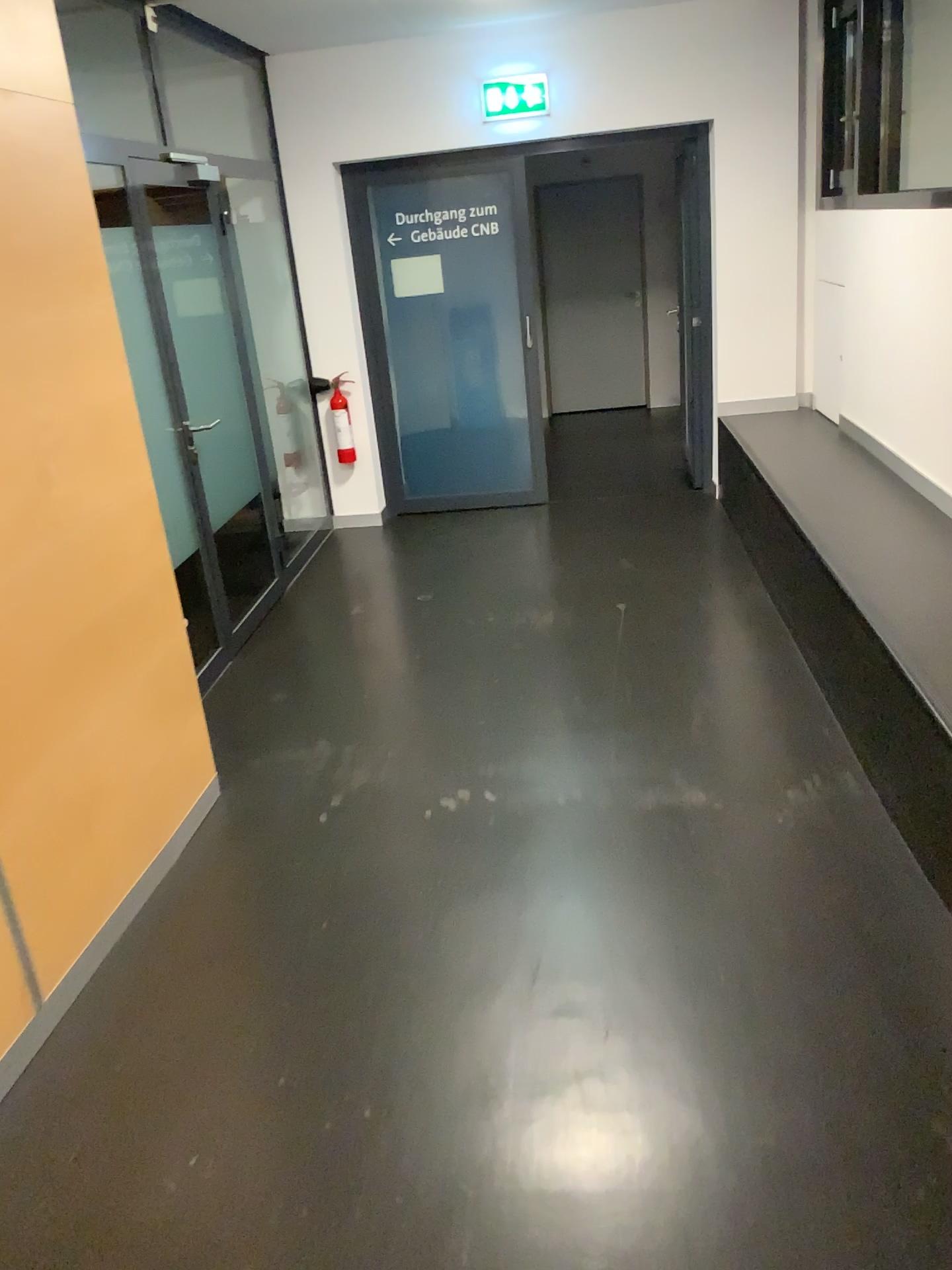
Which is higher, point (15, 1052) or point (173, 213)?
point (173, 213)

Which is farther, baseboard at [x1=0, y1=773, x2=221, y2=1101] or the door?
the door

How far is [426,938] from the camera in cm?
256

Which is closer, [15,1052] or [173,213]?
[15,1052]
